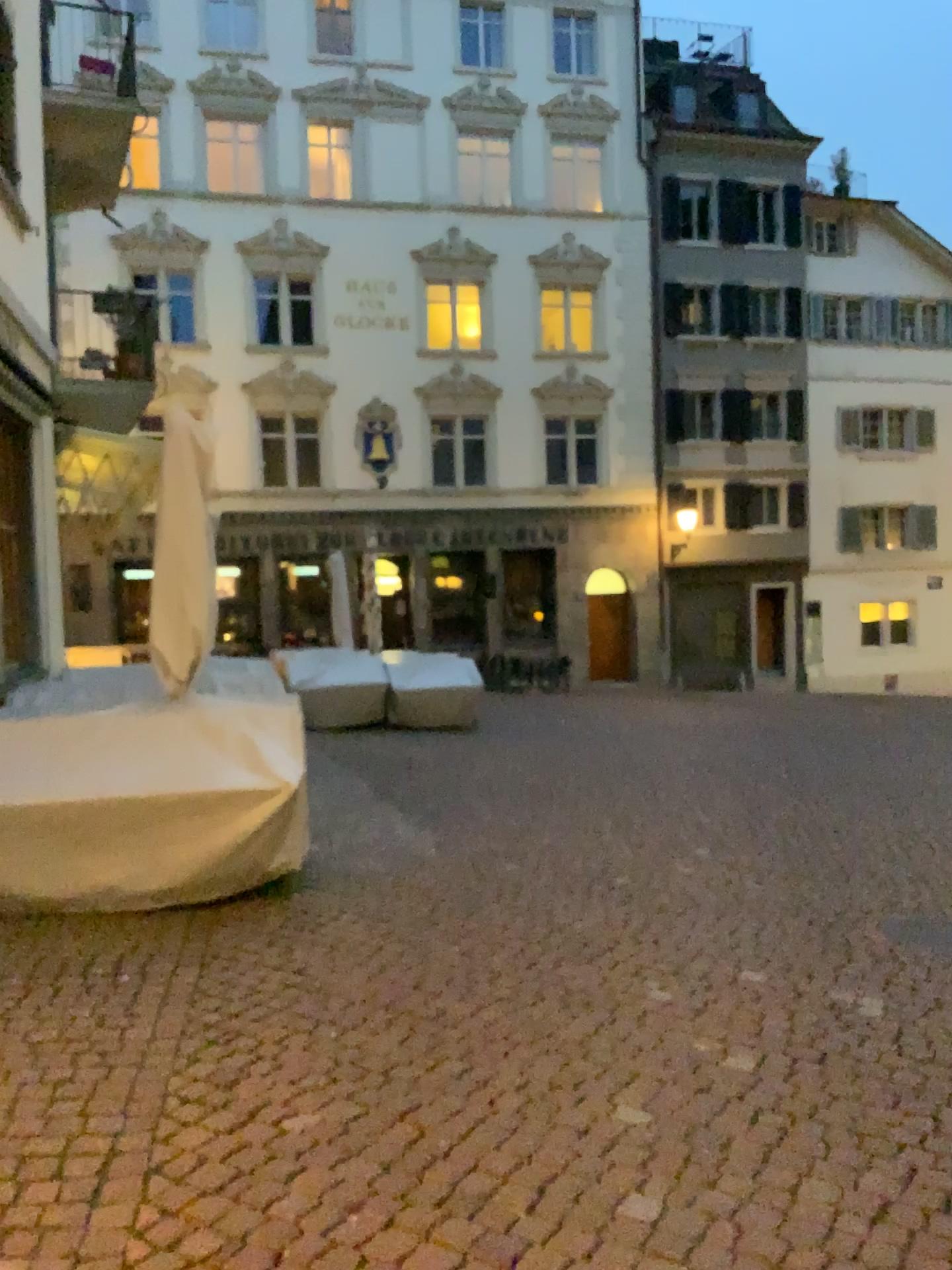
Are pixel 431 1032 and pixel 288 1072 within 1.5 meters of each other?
yes
